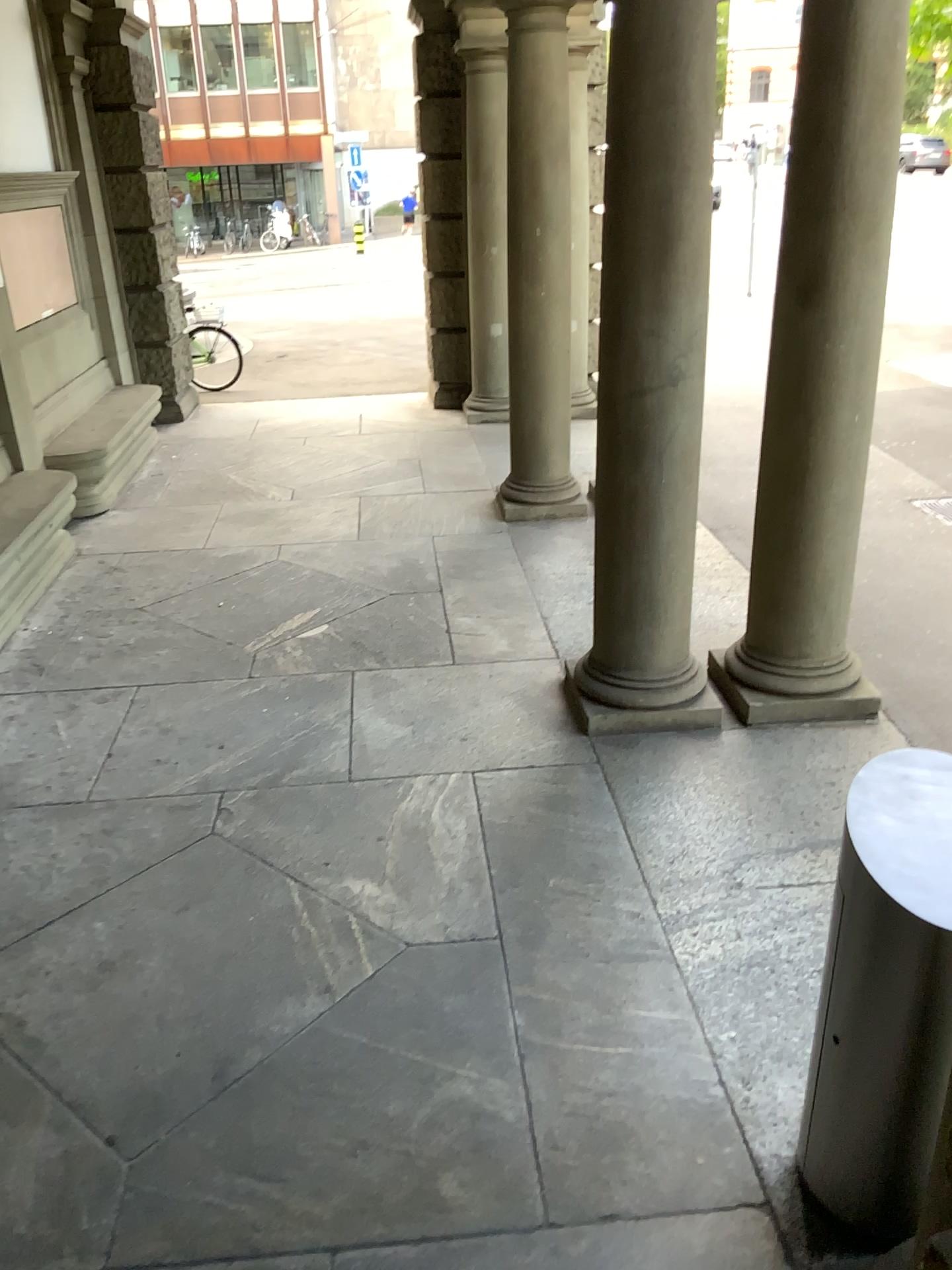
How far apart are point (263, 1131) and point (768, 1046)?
1.3 meters

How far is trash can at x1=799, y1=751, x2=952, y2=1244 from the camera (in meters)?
1.94

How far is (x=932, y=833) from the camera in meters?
1.9 m
